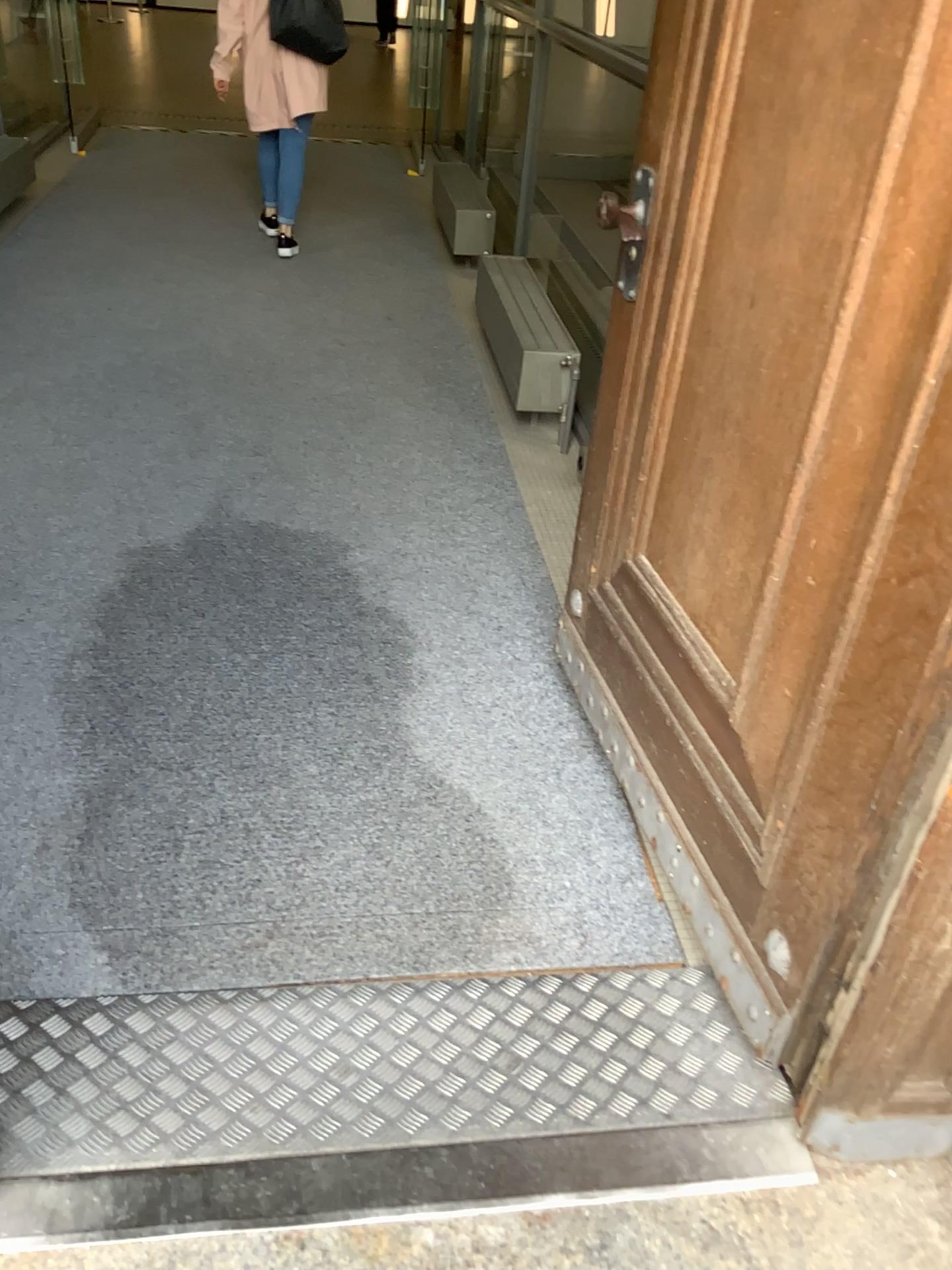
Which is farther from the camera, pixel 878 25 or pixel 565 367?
pixel 565 367

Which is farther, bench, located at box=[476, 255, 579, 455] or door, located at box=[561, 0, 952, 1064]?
bench, located at box=[476, 255, 579, 455]

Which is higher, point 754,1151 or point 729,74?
point 729,74

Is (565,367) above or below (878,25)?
below
